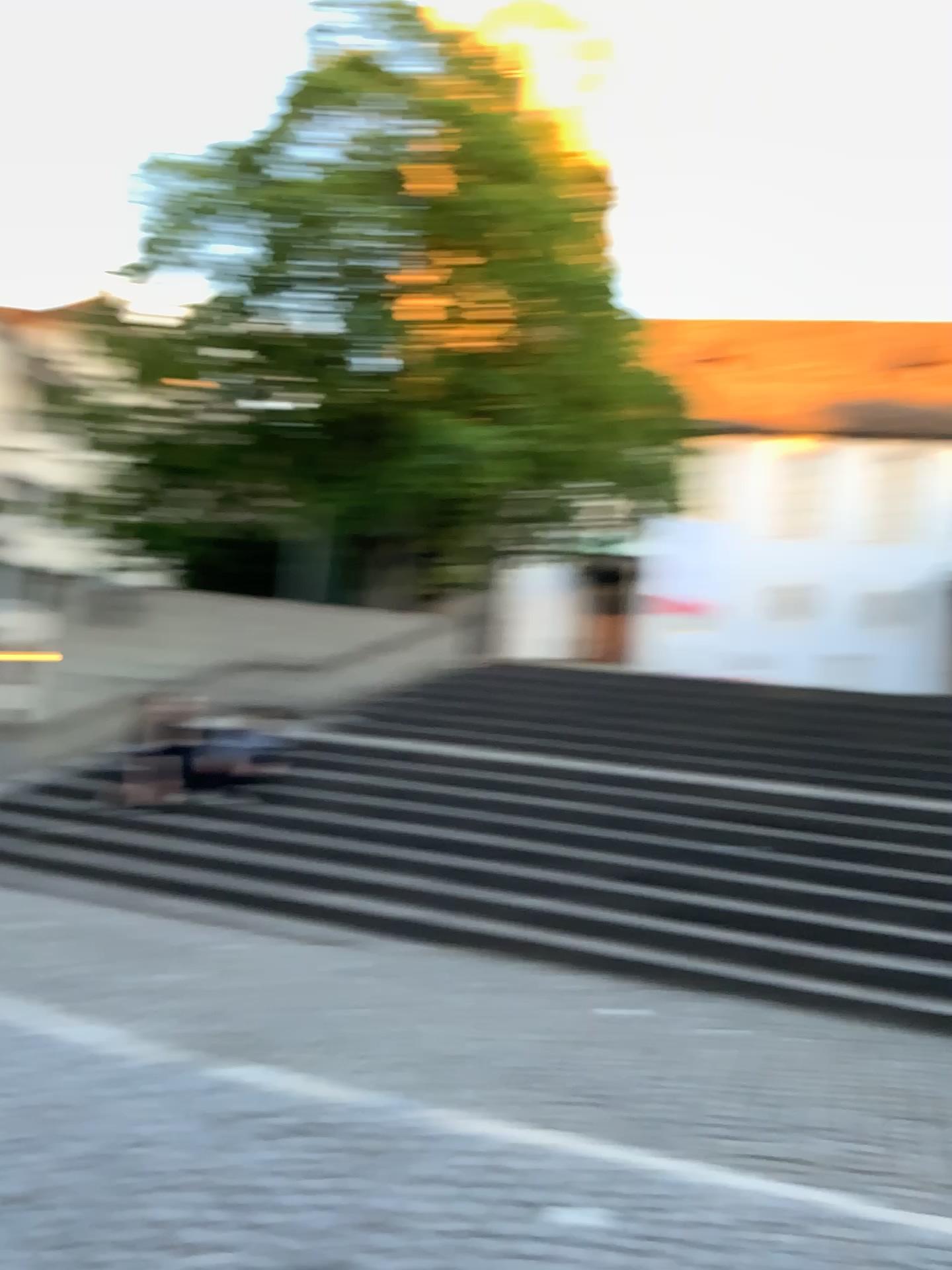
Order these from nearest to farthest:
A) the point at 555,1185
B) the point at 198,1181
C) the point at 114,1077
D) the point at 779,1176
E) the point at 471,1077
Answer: the point at 198,1181 < the point at 555,1185 < the point at 779,1176 < the point at 114,1077 < the point at 471,1077
